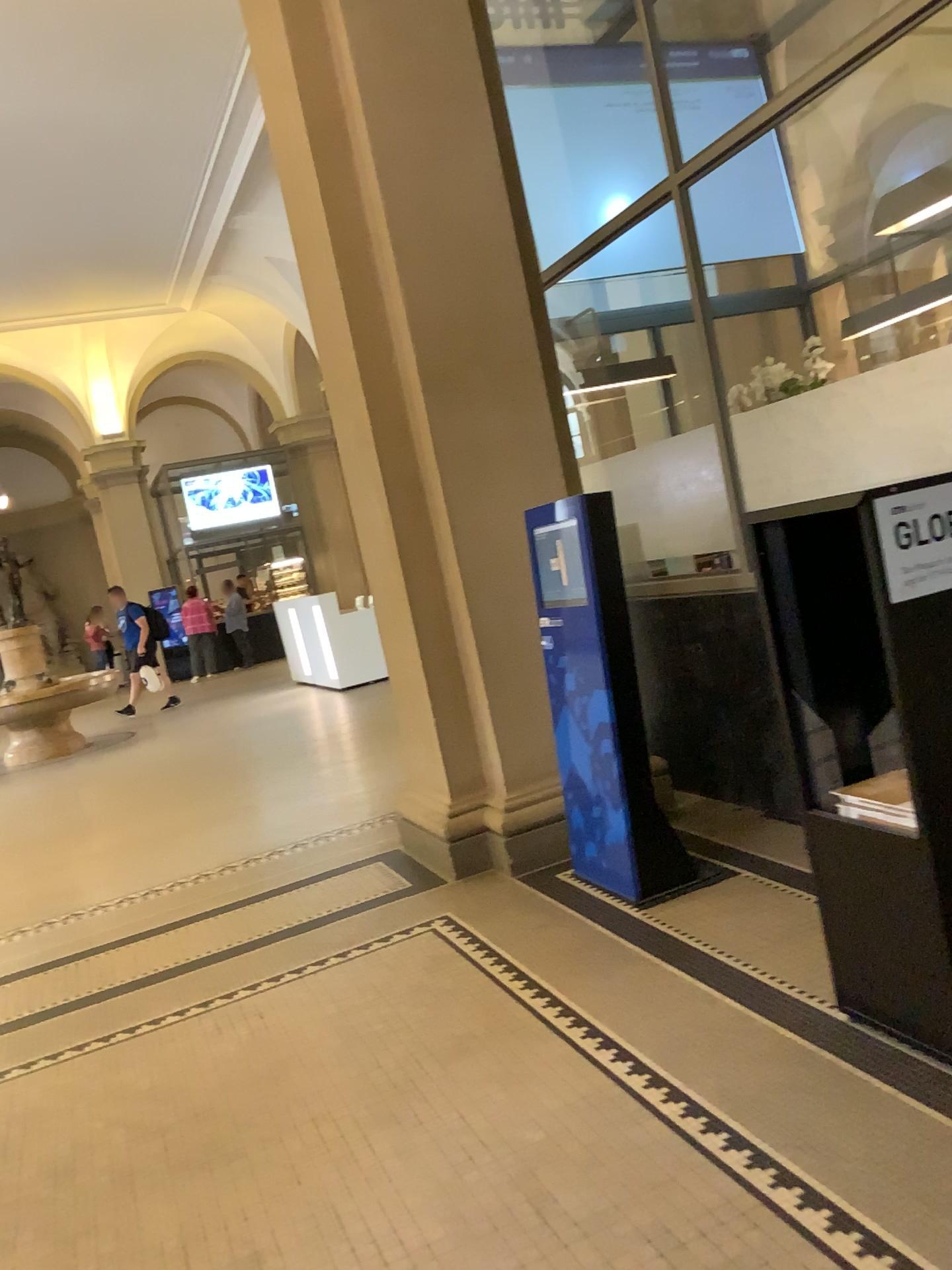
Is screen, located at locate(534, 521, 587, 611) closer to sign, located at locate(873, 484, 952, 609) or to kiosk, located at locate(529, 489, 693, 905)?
kiosk, located at locate(529, 489, 693, 905)

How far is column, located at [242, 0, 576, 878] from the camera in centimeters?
416cm

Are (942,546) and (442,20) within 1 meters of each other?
no

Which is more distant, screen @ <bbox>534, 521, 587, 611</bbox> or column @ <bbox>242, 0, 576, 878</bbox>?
column @ <bbox>242, 0, 576, 878</bbox>

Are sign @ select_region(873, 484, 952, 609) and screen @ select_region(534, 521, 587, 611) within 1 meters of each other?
no

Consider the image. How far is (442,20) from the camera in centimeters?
416cm

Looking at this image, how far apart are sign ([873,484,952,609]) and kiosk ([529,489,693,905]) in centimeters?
154cm

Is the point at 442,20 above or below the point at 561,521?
above

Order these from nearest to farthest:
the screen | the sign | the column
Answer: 1. the sign
2. the screen
3. the column

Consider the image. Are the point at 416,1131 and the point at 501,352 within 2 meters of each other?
no
